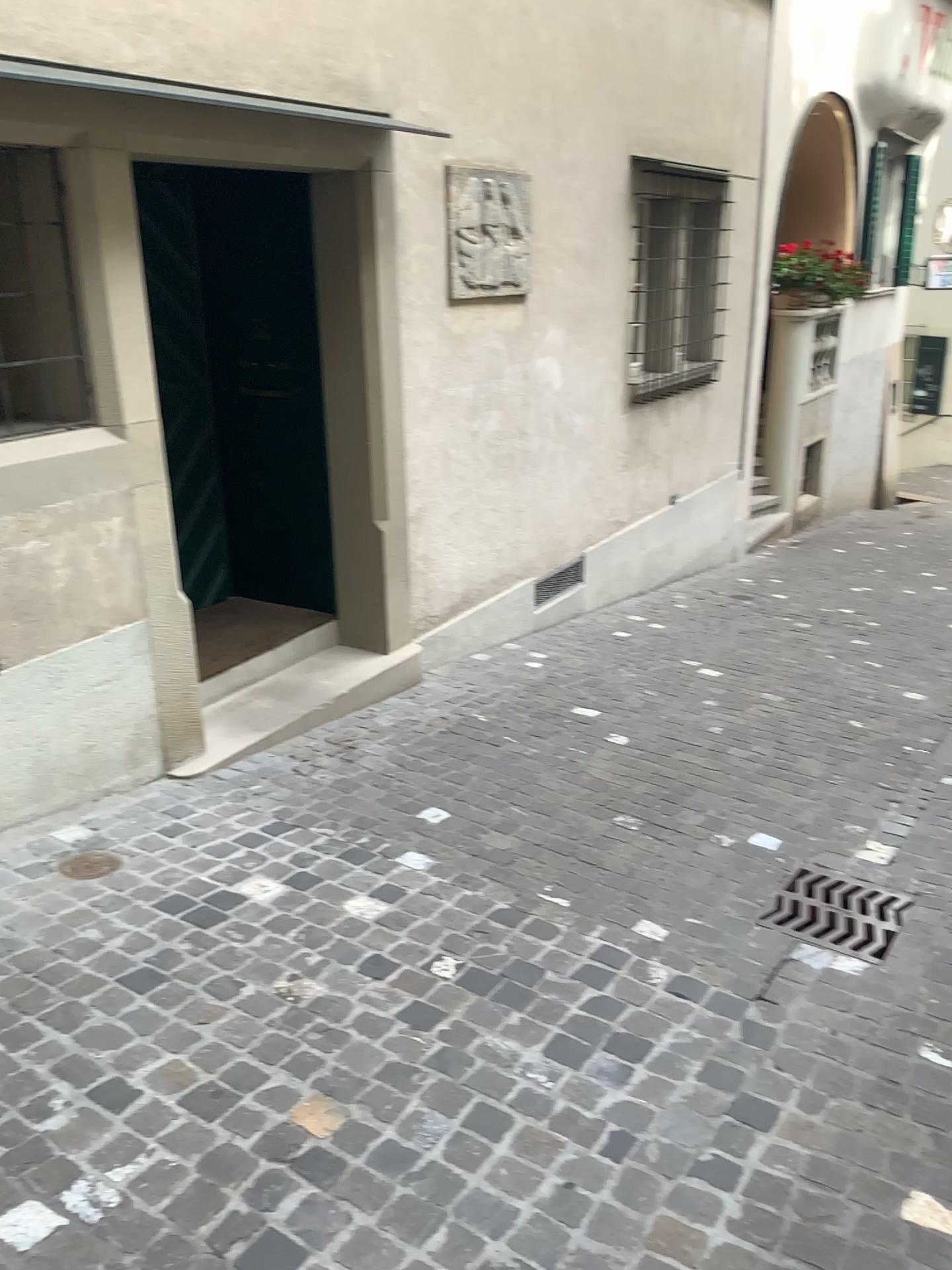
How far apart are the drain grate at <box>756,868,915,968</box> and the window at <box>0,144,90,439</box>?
2.8m

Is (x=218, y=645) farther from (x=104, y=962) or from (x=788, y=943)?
(x=788, y=943)

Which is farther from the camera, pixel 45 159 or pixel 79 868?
pixel 45 159

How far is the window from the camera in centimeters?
337cm

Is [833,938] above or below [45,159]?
below

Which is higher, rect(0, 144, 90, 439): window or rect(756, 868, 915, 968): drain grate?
rect(0, 144, 90, 439): window

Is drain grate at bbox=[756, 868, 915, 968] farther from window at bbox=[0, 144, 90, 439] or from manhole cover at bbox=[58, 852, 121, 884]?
window at bbox=[0, 144, 90, 439]

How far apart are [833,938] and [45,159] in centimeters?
342cm

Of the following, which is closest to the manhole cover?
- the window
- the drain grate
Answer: the window

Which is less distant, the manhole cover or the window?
the manhole cover
